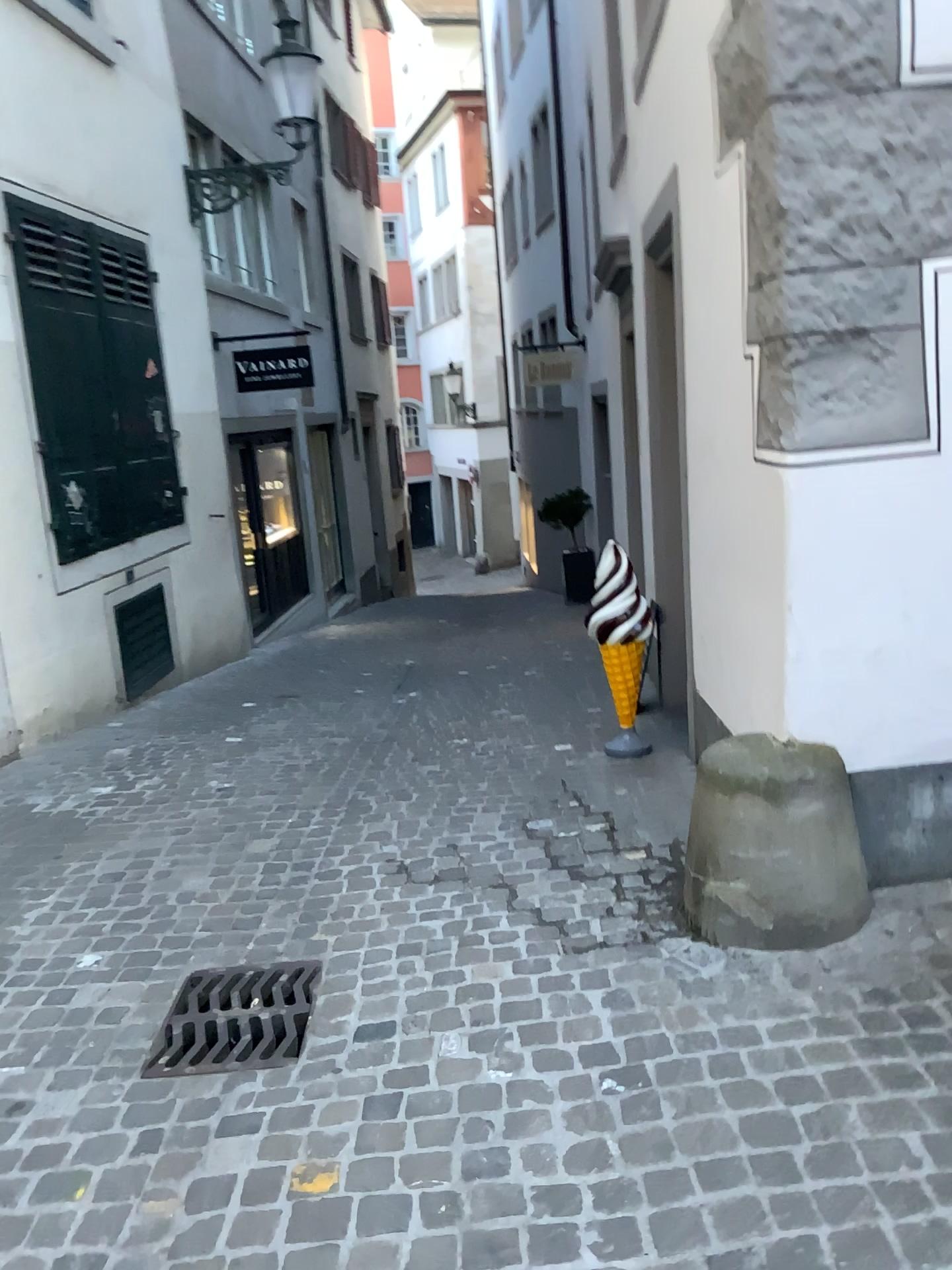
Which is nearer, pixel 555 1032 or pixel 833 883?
pixel 555 1032
